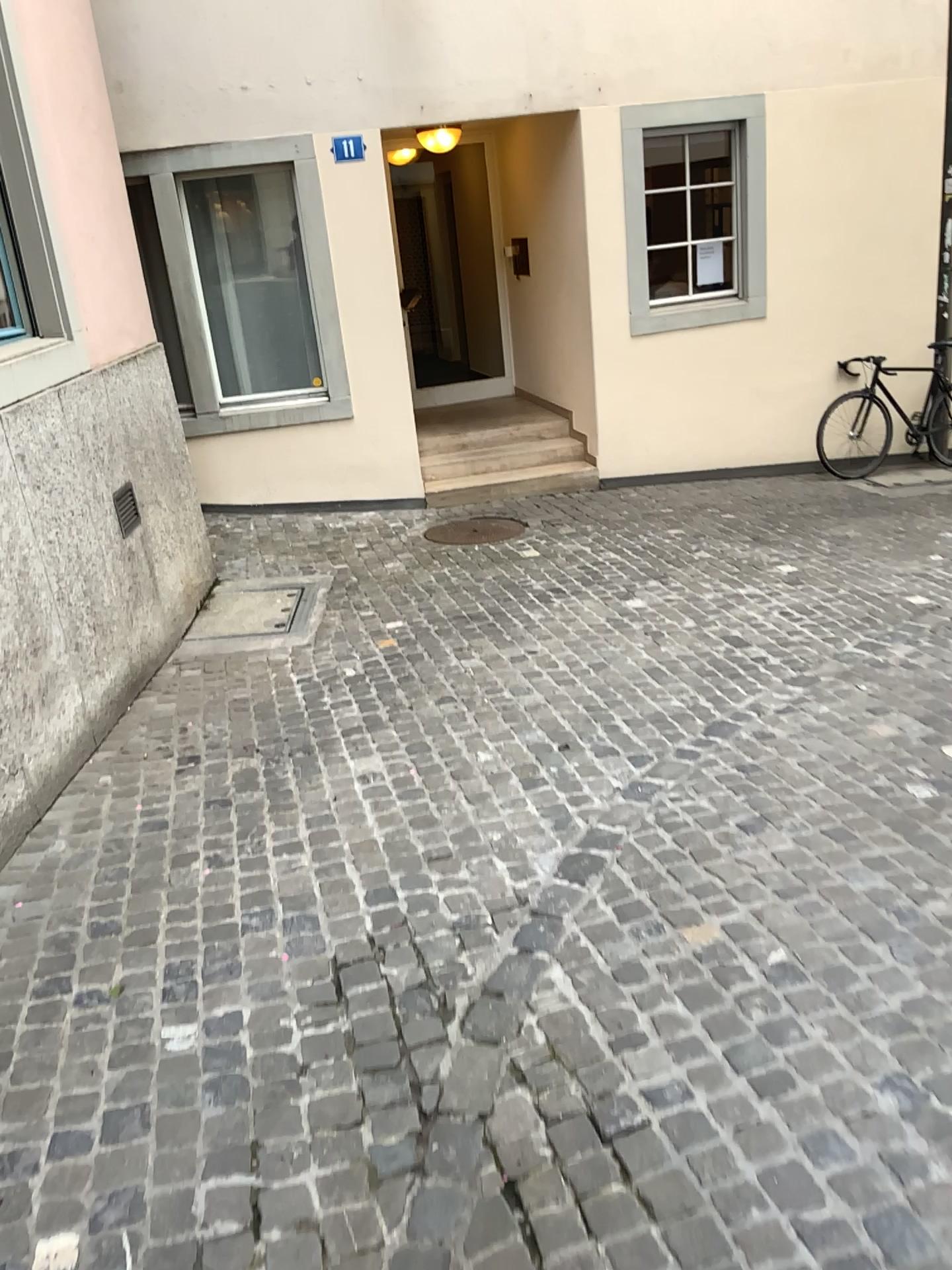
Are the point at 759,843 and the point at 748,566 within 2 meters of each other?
no
